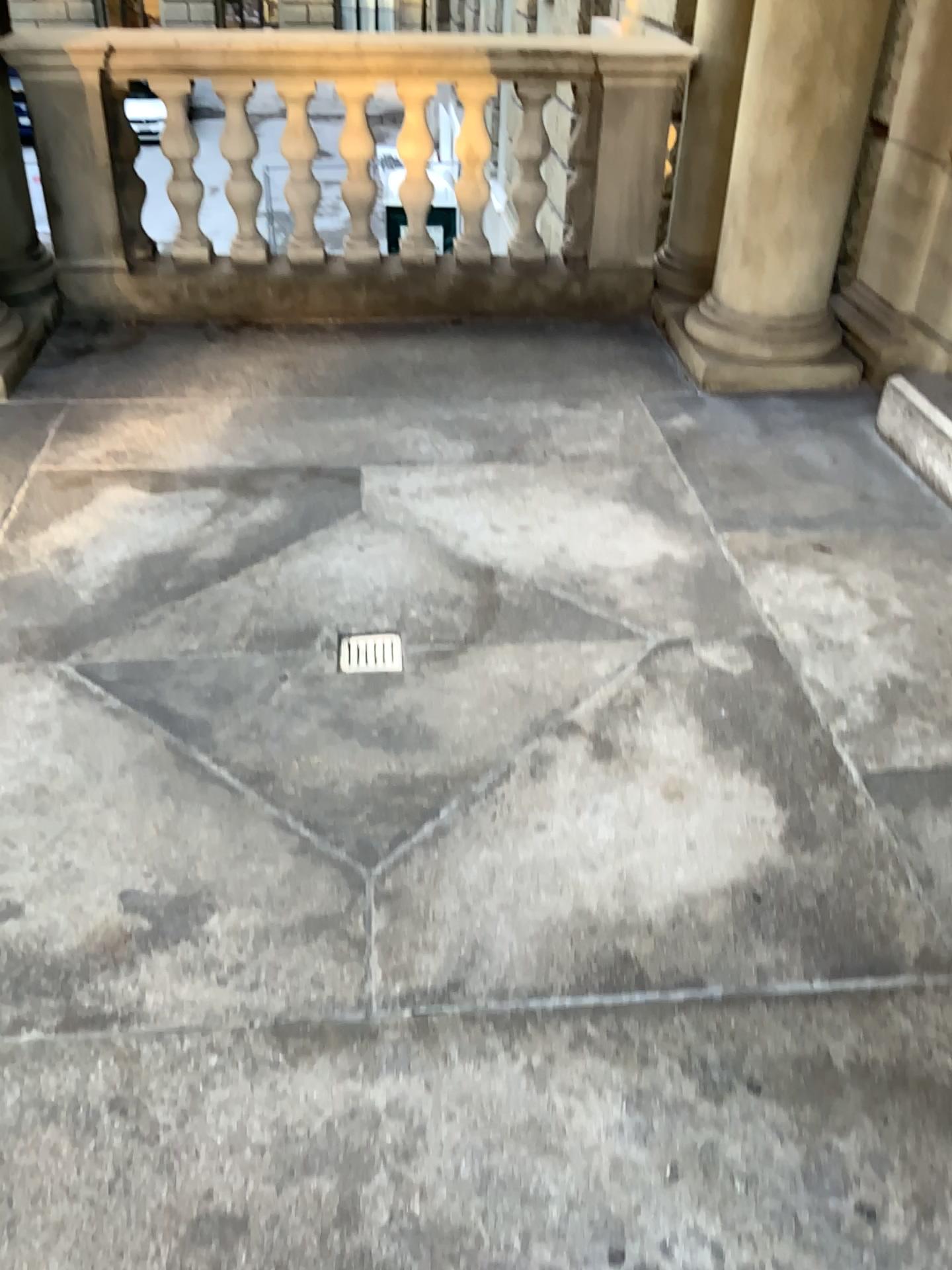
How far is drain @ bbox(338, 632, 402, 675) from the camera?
2.43m

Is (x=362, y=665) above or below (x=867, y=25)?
below

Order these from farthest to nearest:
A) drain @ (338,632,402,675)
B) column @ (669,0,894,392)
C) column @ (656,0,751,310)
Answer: column @ (656,0,751,310), column @ (669,0,894,392), drain @ (338,632,402,675)

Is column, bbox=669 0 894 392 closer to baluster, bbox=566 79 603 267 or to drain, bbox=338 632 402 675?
baluster, bbox=566 79 603 267

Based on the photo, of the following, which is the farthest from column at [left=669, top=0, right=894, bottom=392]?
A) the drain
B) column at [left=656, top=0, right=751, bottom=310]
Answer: the drain

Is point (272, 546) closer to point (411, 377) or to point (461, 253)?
point (411, 377)

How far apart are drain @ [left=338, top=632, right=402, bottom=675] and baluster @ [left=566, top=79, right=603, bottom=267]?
2.48m

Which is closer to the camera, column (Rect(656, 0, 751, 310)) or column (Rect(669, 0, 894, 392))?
column (Rect(669, 0, 894, 392))

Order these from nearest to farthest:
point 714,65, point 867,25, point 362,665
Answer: point 362,665, point 867,25, point 714,65

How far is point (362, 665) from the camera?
2.4 meters
